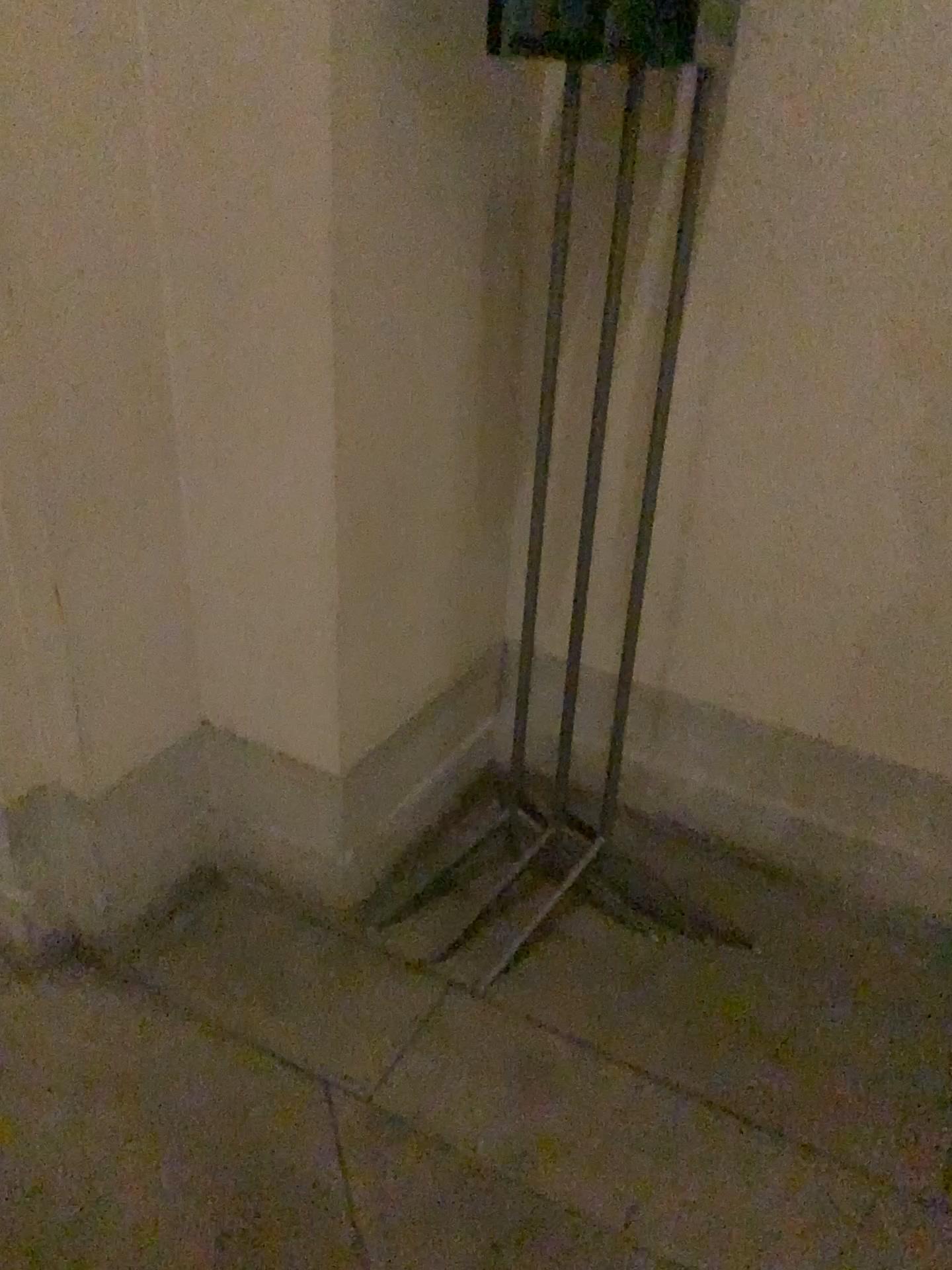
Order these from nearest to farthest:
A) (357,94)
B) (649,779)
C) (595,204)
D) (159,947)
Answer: (357,94), (595,204), (159,947), (649,779)

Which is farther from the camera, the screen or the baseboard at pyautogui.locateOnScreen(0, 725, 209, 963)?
the baseboard at pyautogui.locateOnScreen(0, 725, 209, 963)

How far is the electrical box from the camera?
1.4m

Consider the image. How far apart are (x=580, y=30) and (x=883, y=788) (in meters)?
1.38

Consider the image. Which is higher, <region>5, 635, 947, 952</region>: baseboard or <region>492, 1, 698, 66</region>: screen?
<region>492, 1, 698, 66</region>: screen

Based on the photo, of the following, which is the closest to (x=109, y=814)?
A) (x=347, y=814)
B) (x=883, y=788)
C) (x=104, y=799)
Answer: (x=104, y=799)

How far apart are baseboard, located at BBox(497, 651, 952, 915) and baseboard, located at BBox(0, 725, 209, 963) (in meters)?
0.65

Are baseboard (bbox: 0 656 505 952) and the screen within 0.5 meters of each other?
no

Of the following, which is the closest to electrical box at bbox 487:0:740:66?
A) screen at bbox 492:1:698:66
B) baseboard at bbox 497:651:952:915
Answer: screen at bbox 492:1:698:66

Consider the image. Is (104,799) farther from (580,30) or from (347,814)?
(580,30)
